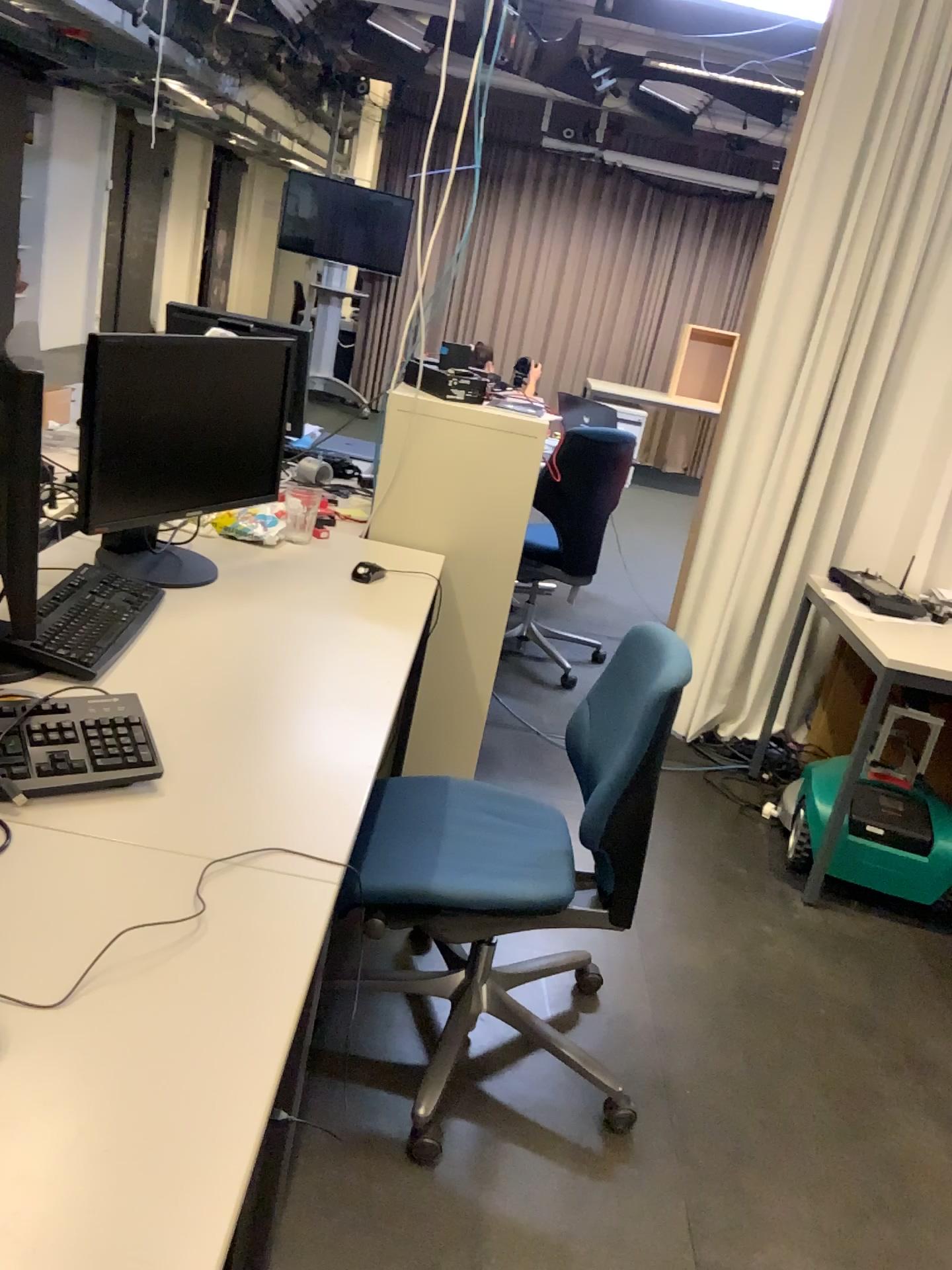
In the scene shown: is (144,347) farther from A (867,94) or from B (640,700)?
A (867,94)

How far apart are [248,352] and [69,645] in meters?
0.8

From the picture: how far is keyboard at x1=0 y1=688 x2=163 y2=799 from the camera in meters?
1.3

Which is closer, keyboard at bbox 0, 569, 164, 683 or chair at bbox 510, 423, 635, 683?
keyboard at bbox 0, 569, 164, 683

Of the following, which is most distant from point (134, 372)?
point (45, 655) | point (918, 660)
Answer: point (918, 660)

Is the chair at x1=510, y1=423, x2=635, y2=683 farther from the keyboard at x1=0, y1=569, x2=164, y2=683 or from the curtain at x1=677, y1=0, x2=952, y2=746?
the keyboard at x1=0, y1=569, x2=164, y2=683

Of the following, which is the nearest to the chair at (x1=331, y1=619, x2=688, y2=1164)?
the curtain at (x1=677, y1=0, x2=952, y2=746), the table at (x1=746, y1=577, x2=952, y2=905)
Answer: the table at (x1=746, y1=577, x2=952, y2=905)

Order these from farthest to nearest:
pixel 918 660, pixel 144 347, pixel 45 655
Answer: pixel 918 660 < pixel 144 347 < pixel 45 655

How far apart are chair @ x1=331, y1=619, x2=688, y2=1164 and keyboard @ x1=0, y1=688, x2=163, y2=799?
0.5 meters

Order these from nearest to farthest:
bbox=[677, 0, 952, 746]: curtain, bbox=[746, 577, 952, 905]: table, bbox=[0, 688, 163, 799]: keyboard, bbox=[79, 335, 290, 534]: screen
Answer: bbox=[0, 688, 163, 799]: keyboard
bbox=[79, 335, 290, 534]: screen
bbox=[746, 577, 952, 905]: table
bbox=[677, 0, 952, 746]: curtain
